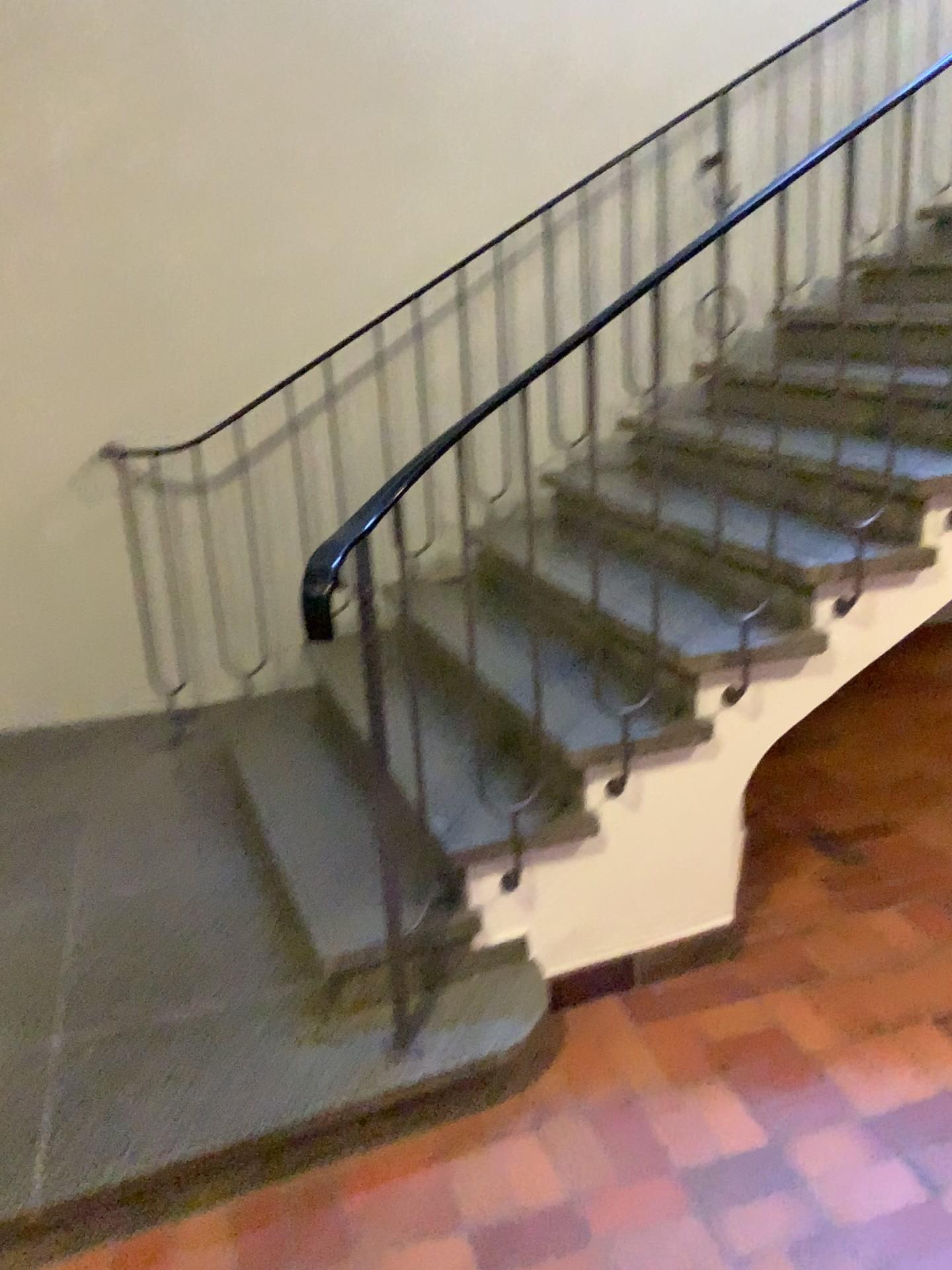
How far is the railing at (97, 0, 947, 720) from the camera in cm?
371

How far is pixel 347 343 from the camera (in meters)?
3.71

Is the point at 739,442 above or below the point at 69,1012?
above
